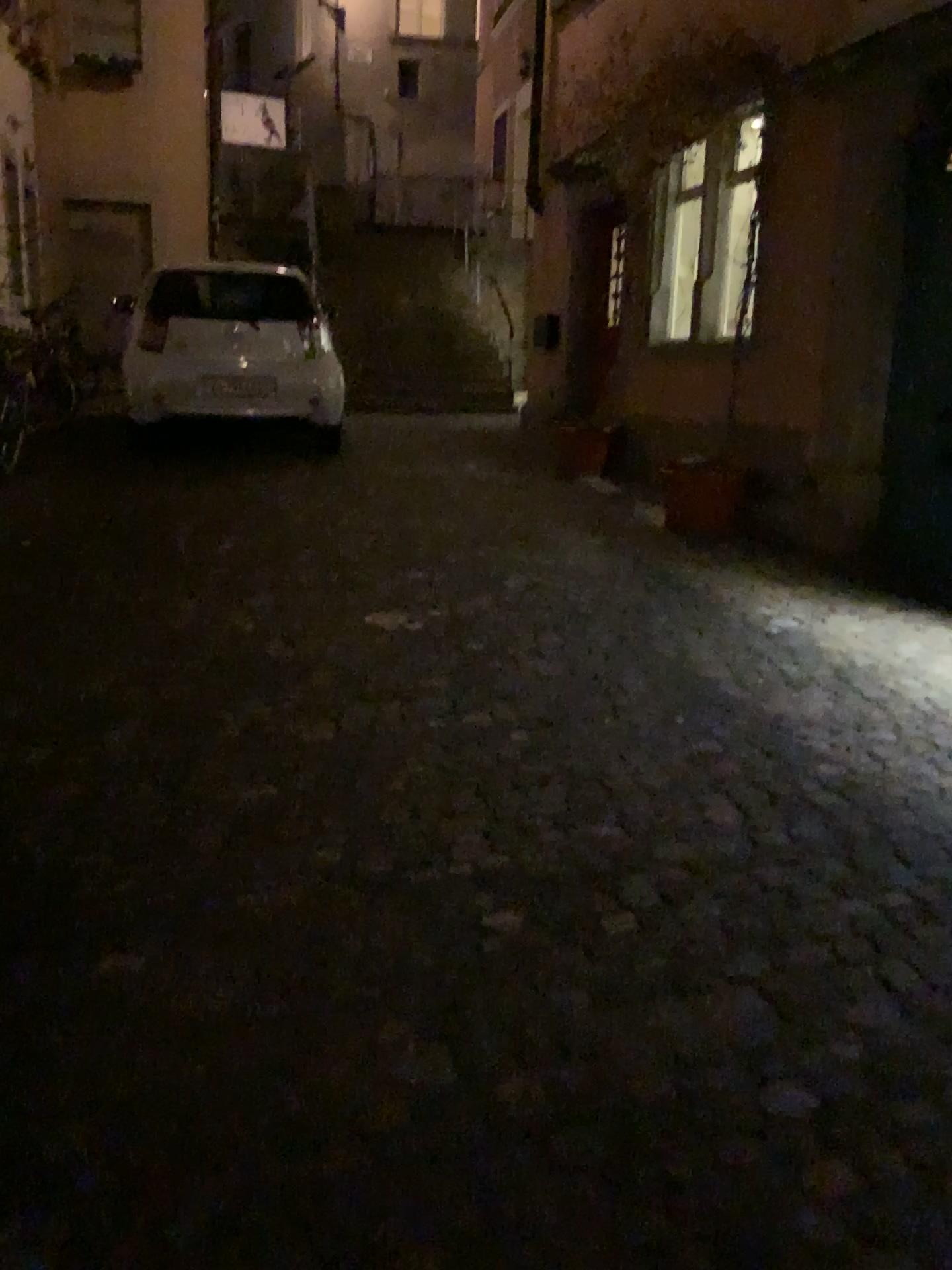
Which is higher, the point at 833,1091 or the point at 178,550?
the point at 178,550
